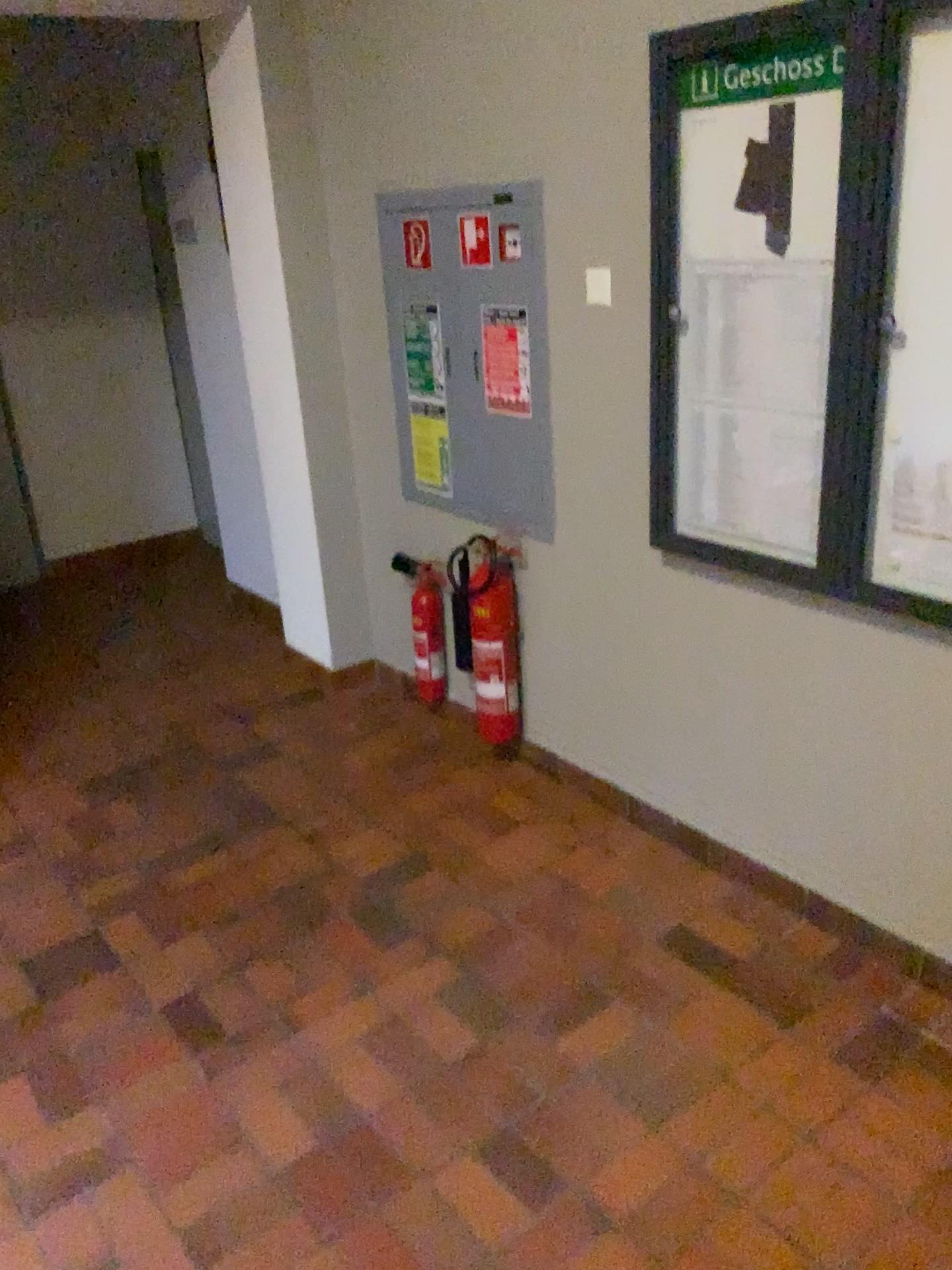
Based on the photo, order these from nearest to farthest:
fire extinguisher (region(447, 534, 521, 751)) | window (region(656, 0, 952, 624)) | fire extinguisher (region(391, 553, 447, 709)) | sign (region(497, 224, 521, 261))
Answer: window (region(656, 0, 952, 624)) → sign (region(497, 224, 521, 261)) → fire extinguisher (region(447, 534, 521, 751)) → fire extinguisher (region(391, 553, 447, 709))

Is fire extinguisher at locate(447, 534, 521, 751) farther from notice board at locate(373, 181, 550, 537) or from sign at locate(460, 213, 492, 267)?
sign at locate(460, 213, 492, 267)

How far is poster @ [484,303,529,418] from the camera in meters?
2.9 m

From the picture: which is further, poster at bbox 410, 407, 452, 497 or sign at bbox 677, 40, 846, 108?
poster at bbox 410, 407, 452, 497

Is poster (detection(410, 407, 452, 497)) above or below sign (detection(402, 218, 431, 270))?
below

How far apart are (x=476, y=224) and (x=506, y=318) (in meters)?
0.27

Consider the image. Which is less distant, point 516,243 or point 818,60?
point 818,60

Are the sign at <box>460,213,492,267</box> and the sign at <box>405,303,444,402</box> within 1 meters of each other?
yes

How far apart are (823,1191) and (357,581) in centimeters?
261cm

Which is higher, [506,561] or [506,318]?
[506,318]
